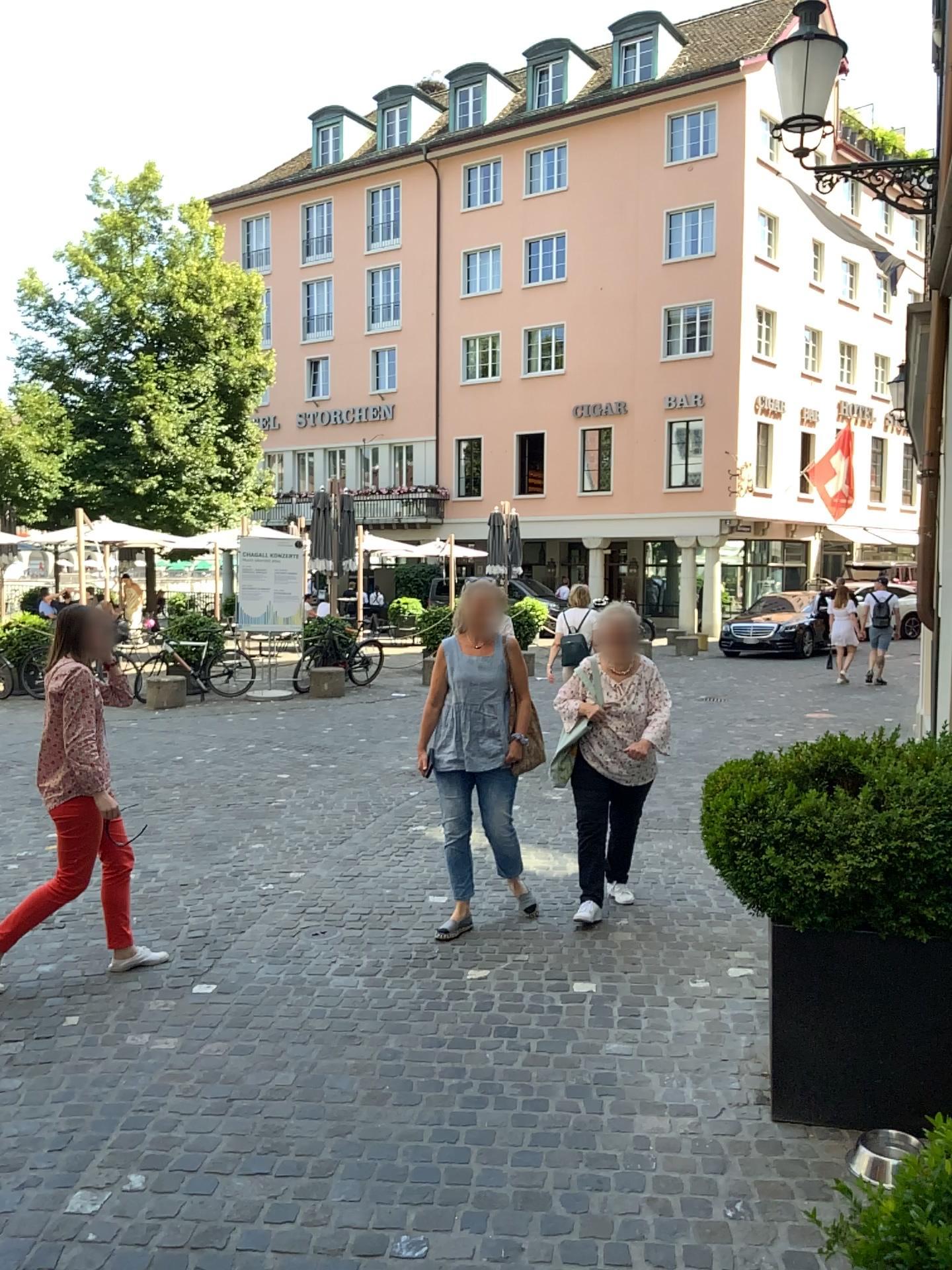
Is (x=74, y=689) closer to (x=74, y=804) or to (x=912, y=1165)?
(x=74, y=804)

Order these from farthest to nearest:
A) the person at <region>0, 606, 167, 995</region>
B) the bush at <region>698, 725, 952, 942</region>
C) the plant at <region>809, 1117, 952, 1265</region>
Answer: the person at <region>0, 606, 167, 995</region> → the bush at <region>698, 725, 952, 942</region> → the plant at <region>809, 1117, 952, 1265</region>

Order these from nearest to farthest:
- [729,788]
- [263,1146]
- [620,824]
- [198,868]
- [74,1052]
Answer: [263,1146]
[729,788]
[74,1052]
[620,824]
[198,868]

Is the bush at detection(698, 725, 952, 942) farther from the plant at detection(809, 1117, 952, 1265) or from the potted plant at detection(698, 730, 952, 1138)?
the plant at detection(809, 1117, 952, 1265)

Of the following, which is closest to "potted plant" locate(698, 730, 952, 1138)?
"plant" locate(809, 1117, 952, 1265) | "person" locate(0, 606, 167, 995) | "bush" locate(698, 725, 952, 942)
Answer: "bush" locate(698, 725, 952, 942)

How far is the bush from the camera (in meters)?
2.95

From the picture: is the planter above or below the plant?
below

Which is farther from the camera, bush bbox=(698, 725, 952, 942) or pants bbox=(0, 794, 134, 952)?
pants bbox=(0, 794, 134, 952)

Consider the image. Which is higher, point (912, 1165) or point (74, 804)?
point (912, 1165)

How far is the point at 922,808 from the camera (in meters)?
2.95
